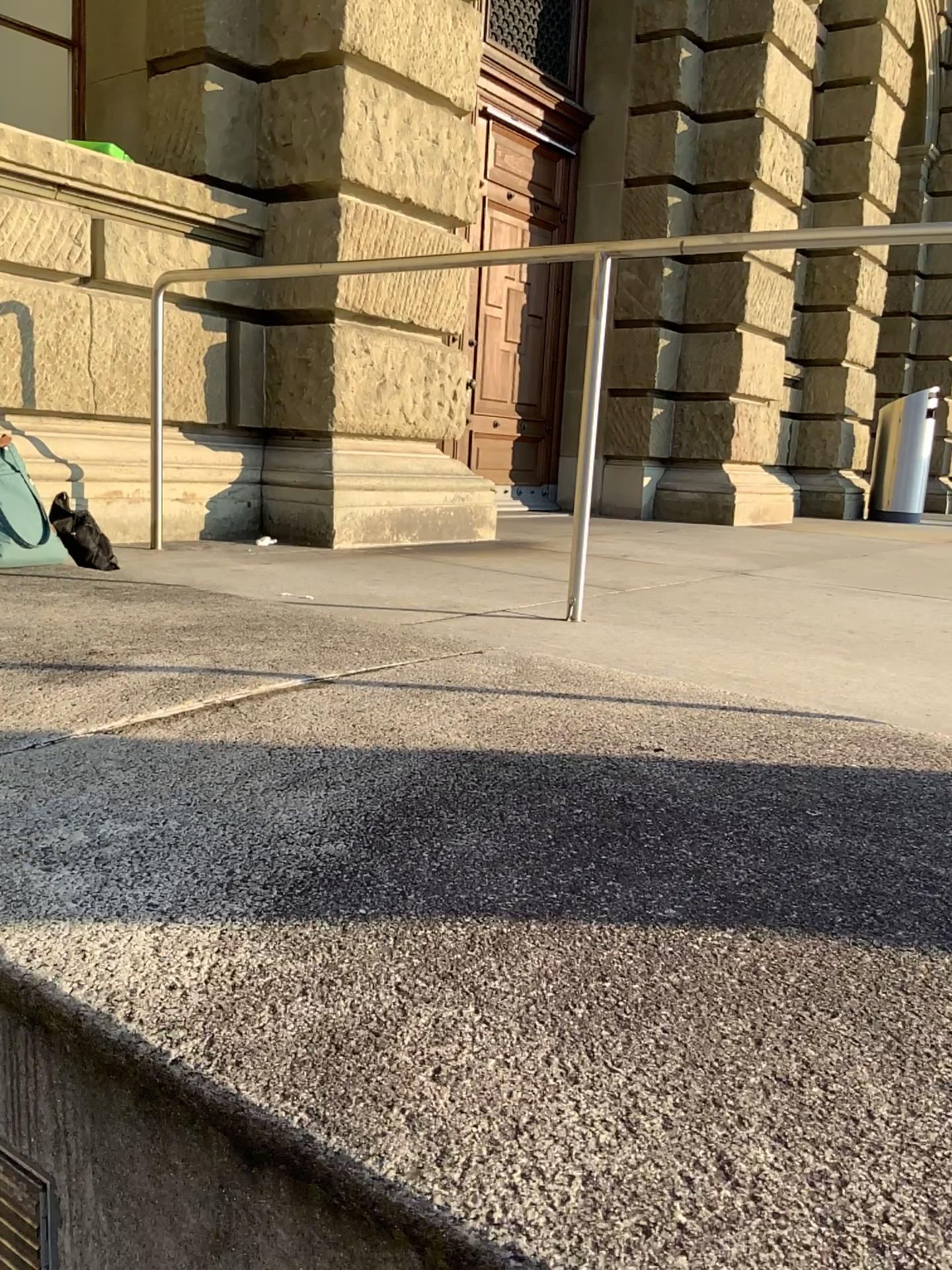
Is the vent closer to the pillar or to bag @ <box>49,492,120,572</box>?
bag @ <box>49,492,120,572</box>

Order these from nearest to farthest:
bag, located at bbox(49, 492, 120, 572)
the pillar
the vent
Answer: the vent, bag, located at bbox(49, 492, 120, 572), the pillar

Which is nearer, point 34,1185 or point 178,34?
point 34,1185

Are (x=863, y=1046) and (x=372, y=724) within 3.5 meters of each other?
yes

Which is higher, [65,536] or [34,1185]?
[65,536]

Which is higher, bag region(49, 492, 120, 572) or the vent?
bag region(49, 492, 120, 572)

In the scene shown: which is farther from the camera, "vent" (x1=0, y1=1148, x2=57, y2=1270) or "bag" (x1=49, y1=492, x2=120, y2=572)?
"bag" (x1=49, y1=492, x2=120, y2=572)

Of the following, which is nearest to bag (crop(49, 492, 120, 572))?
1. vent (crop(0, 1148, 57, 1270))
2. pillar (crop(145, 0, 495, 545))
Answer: pillar (crop(145, 0, 495, 545))

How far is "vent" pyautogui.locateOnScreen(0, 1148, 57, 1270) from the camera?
1.1 meters

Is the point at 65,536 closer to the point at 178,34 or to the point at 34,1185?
the point at 34,1185
